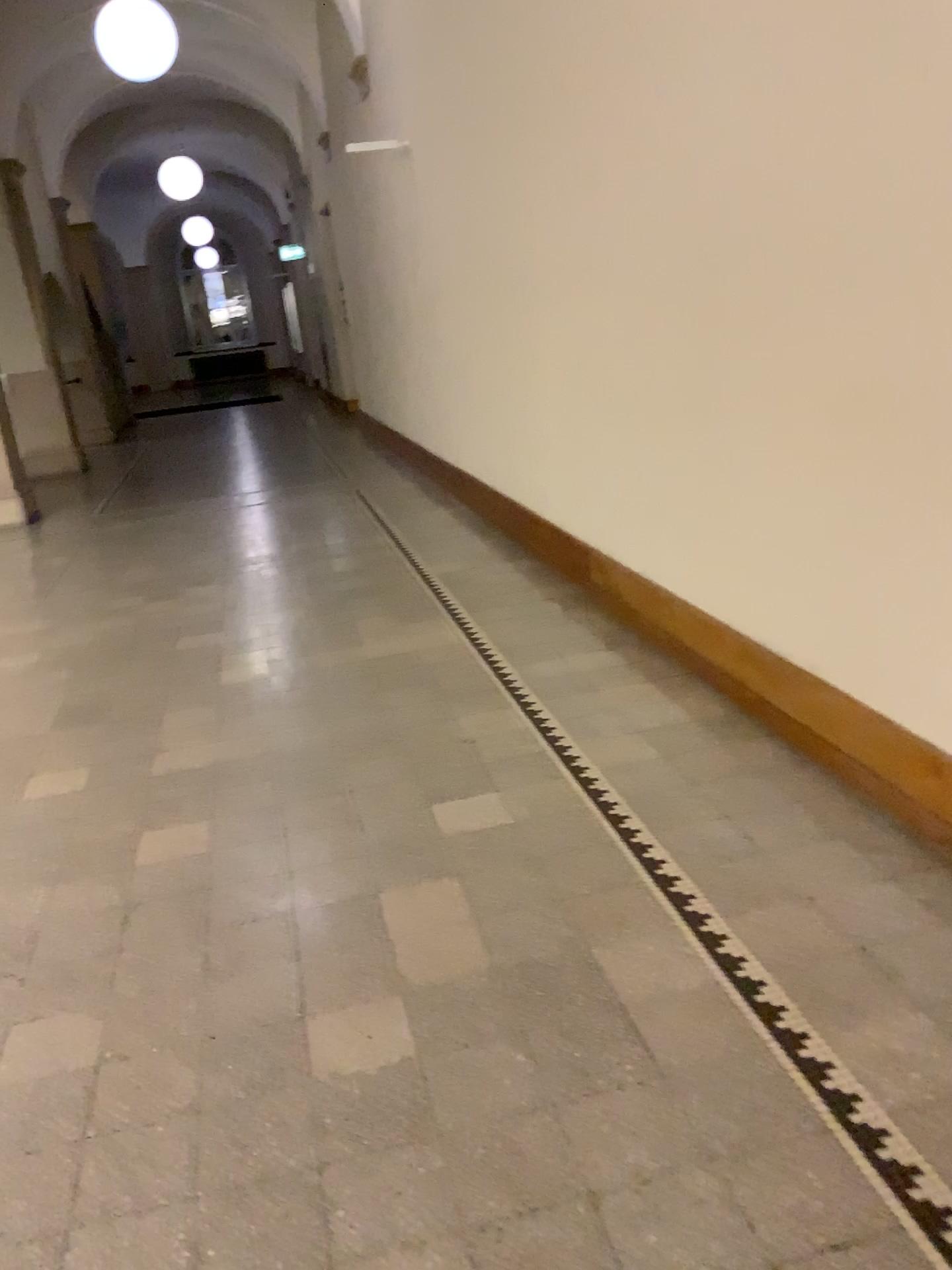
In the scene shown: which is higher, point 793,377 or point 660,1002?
point 793,377
